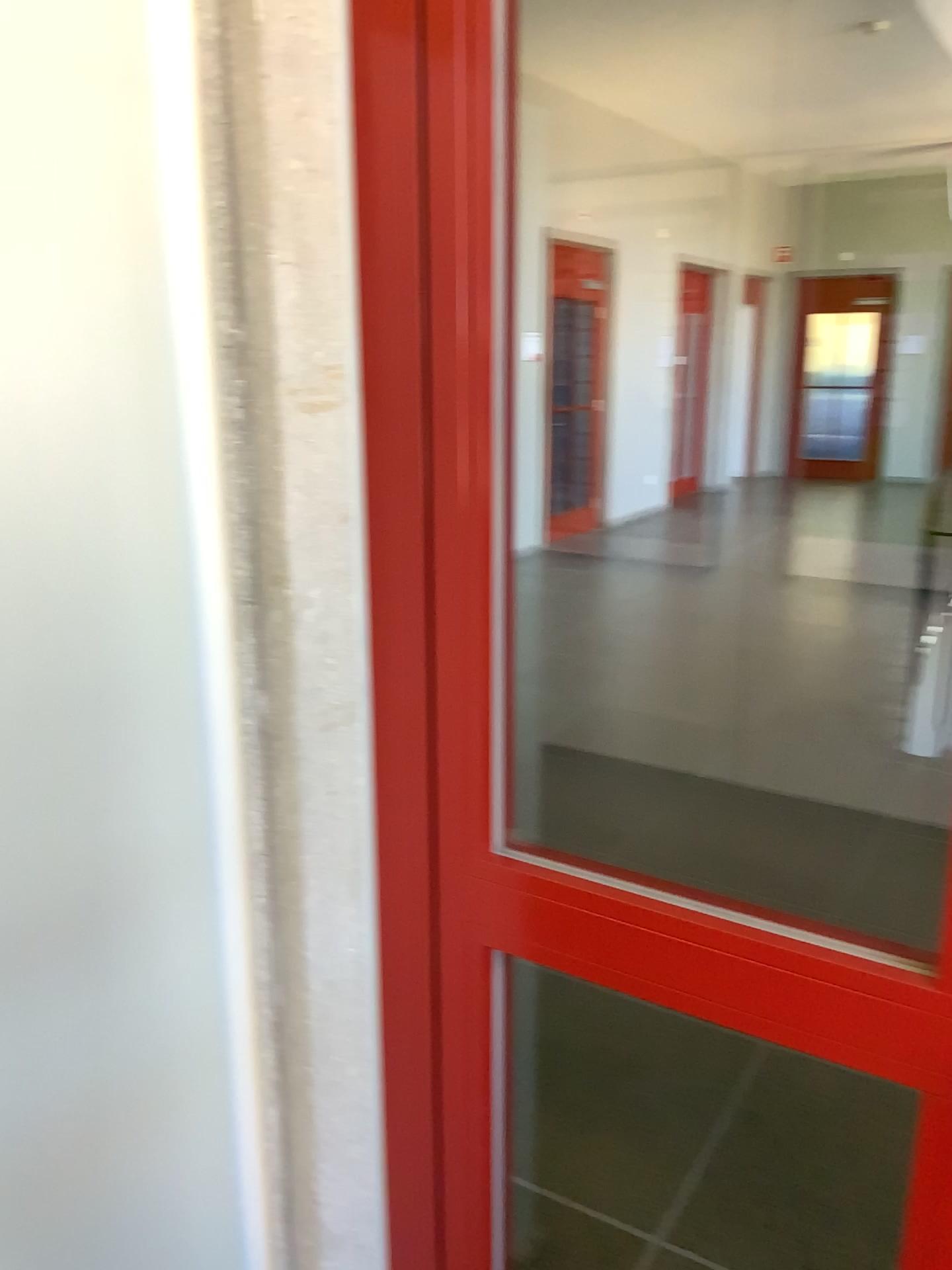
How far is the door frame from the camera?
0.85m

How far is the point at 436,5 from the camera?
0.85m

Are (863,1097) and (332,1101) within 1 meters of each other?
no
